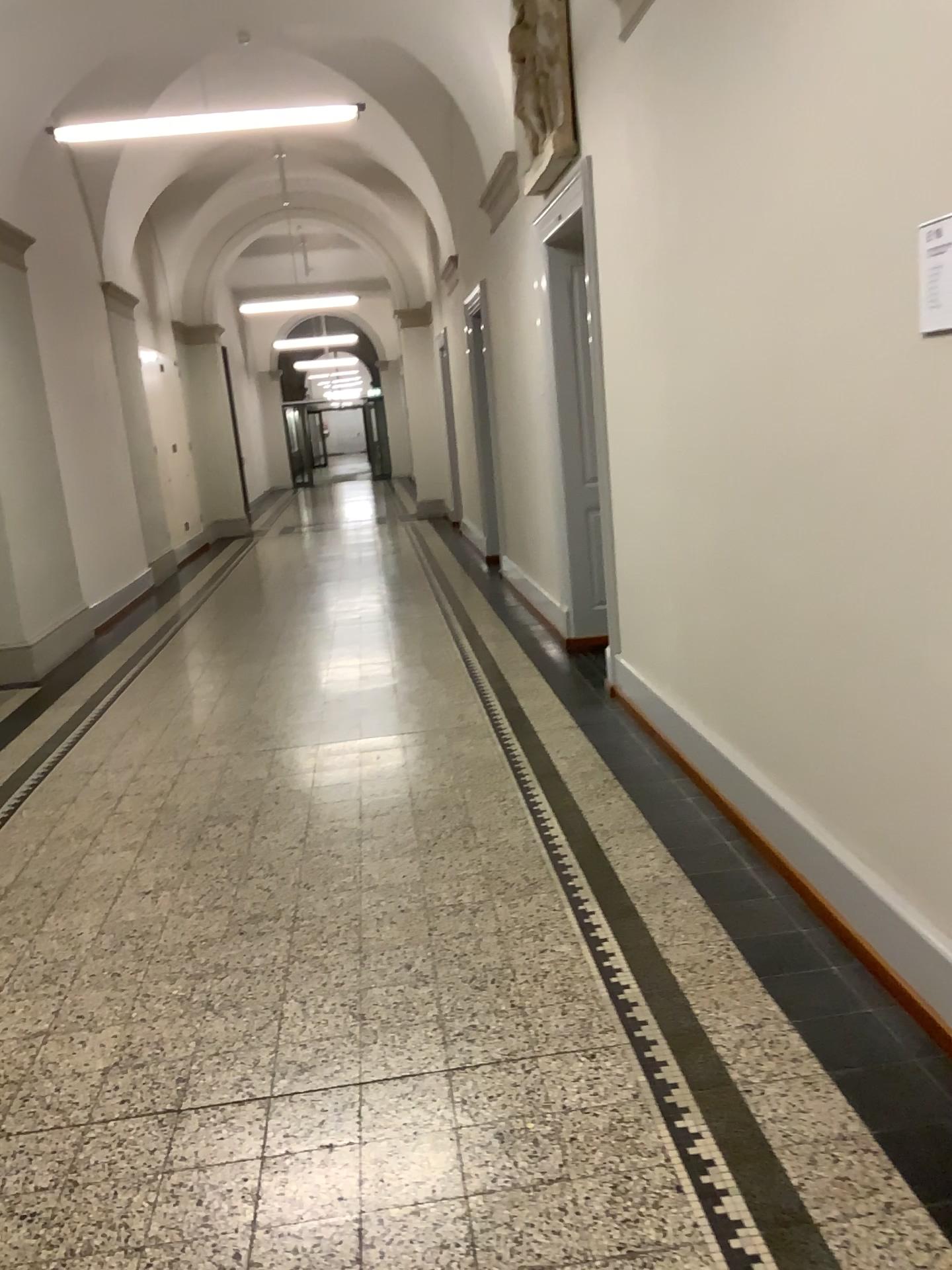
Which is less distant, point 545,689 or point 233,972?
point 233,972

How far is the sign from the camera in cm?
204

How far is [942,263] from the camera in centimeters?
204cm
